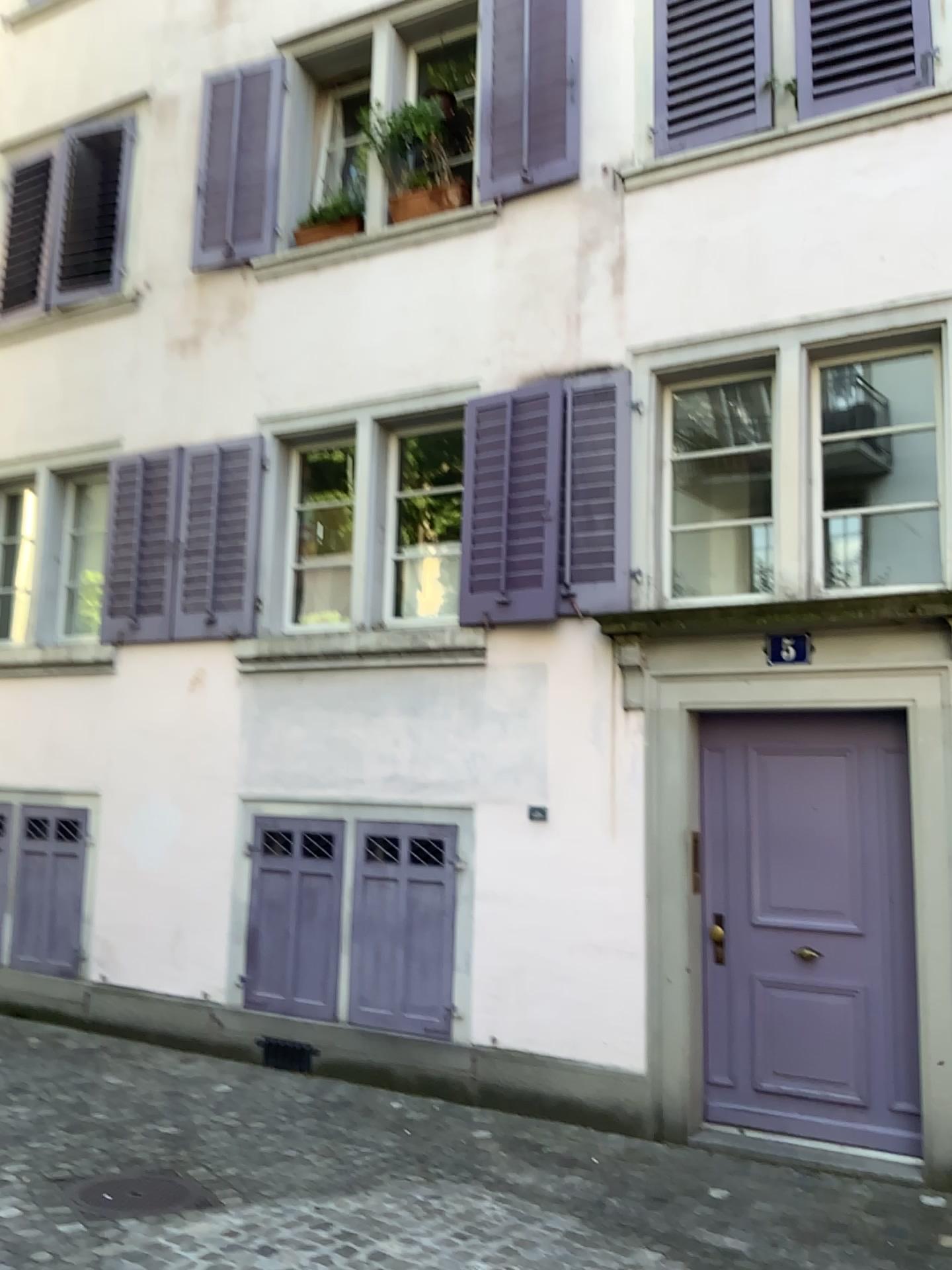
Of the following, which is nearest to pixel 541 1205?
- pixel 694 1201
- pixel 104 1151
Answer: pixel 694 1201
